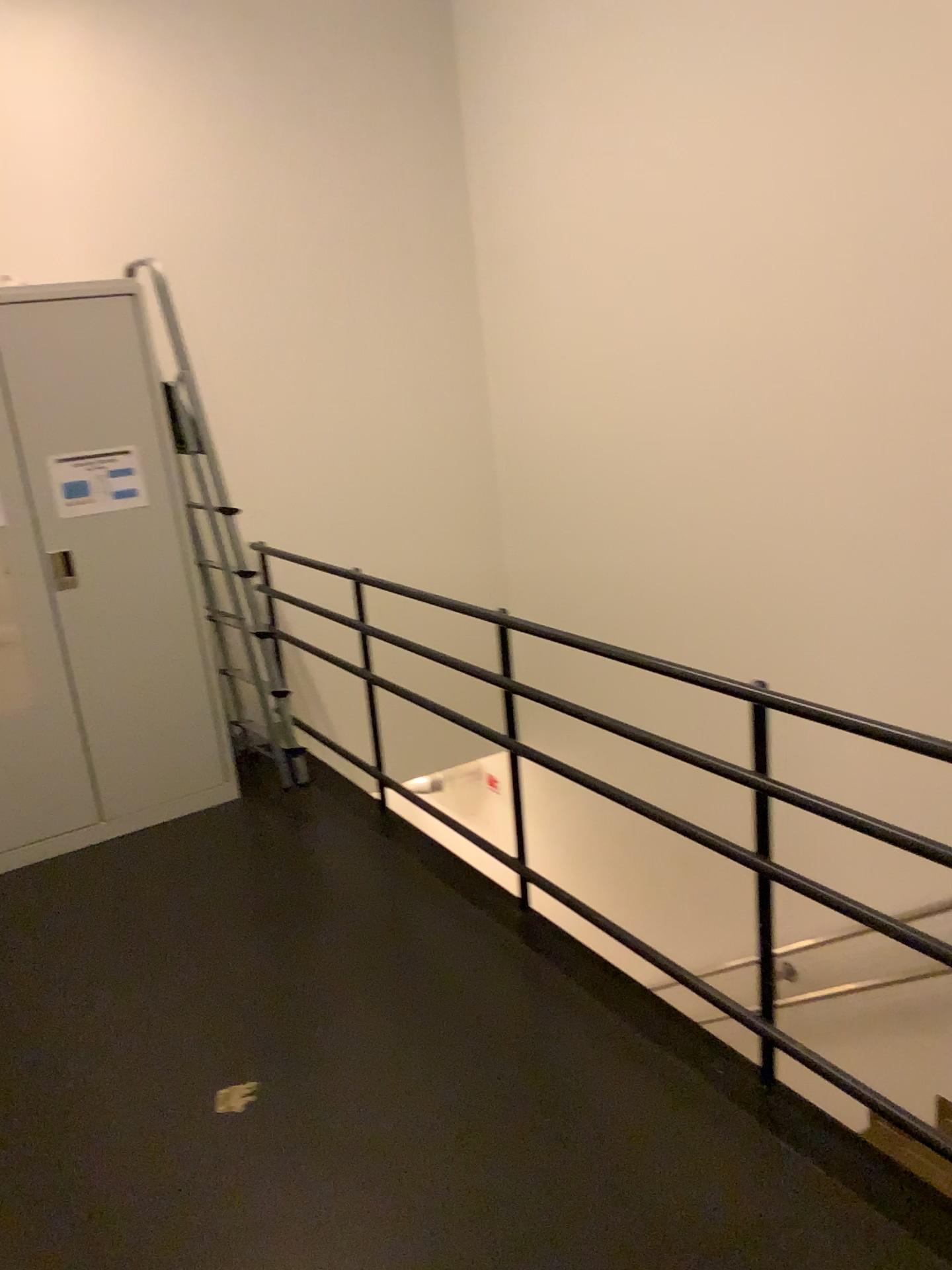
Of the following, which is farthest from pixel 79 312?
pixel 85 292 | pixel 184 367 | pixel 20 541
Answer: pixel 20 541

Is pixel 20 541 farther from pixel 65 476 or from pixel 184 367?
pixel 184 367

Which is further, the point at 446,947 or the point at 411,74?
the point at 411,74

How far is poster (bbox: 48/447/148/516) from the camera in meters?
3.6 m

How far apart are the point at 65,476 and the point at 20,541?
0.3 meters

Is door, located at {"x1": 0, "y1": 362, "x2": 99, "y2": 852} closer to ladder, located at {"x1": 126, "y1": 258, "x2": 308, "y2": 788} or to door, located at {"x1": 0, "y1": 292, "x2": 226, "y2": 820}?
door, located at {"x1": 0, "y1": 292, "x2": 226, "y2": 820}

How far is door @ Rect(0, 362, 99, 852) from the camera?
3.5m

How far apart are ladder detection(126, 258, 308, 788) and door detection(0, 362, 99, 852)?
0.5 meters

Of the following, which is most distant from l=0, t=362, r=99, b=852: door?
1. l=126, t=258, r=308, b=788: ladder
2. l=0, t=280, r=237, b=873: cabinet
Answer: l=126, t=258, r=308, b=788: ladder
